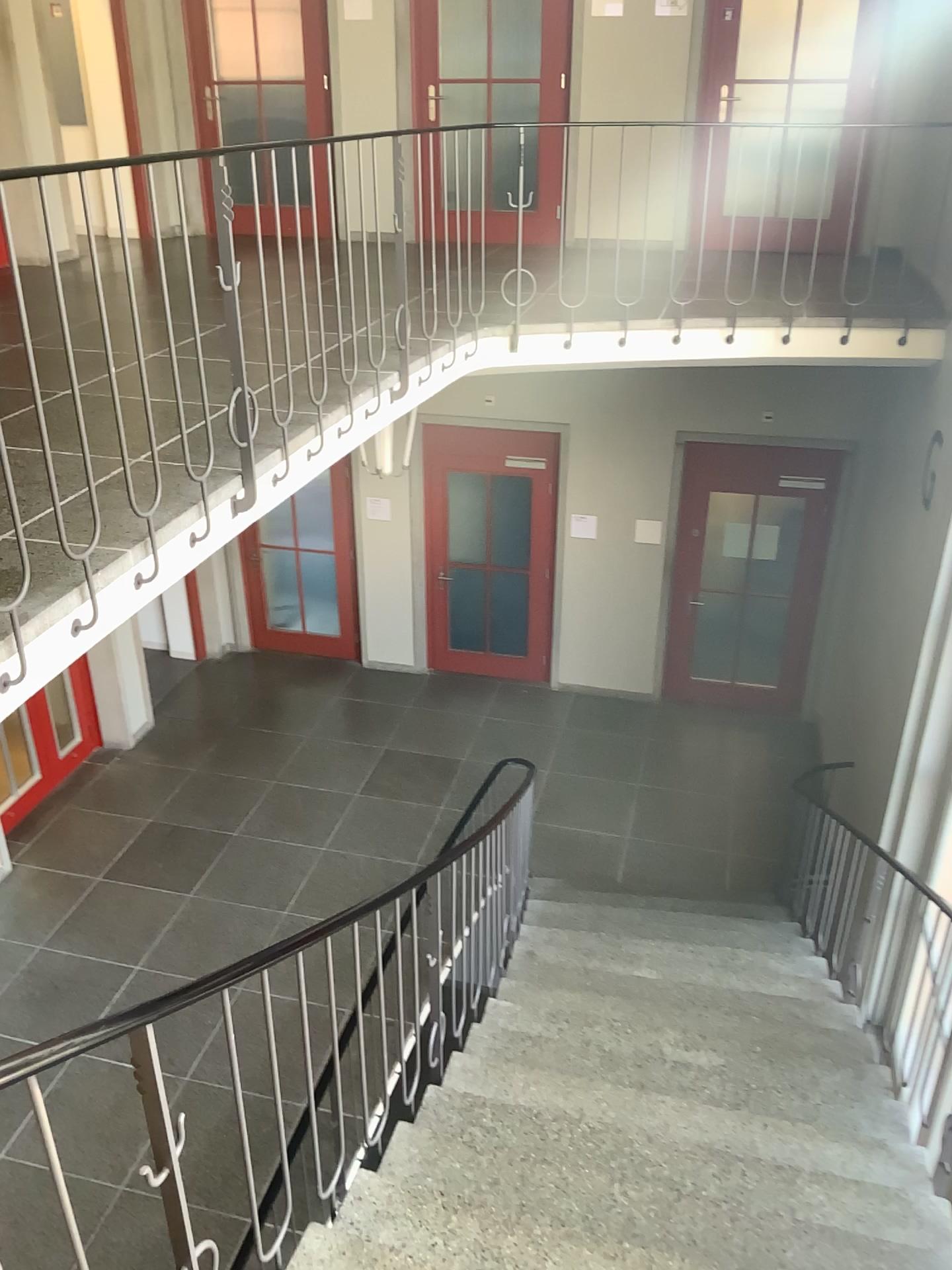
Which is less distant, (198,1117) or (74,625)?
(198,1117)
